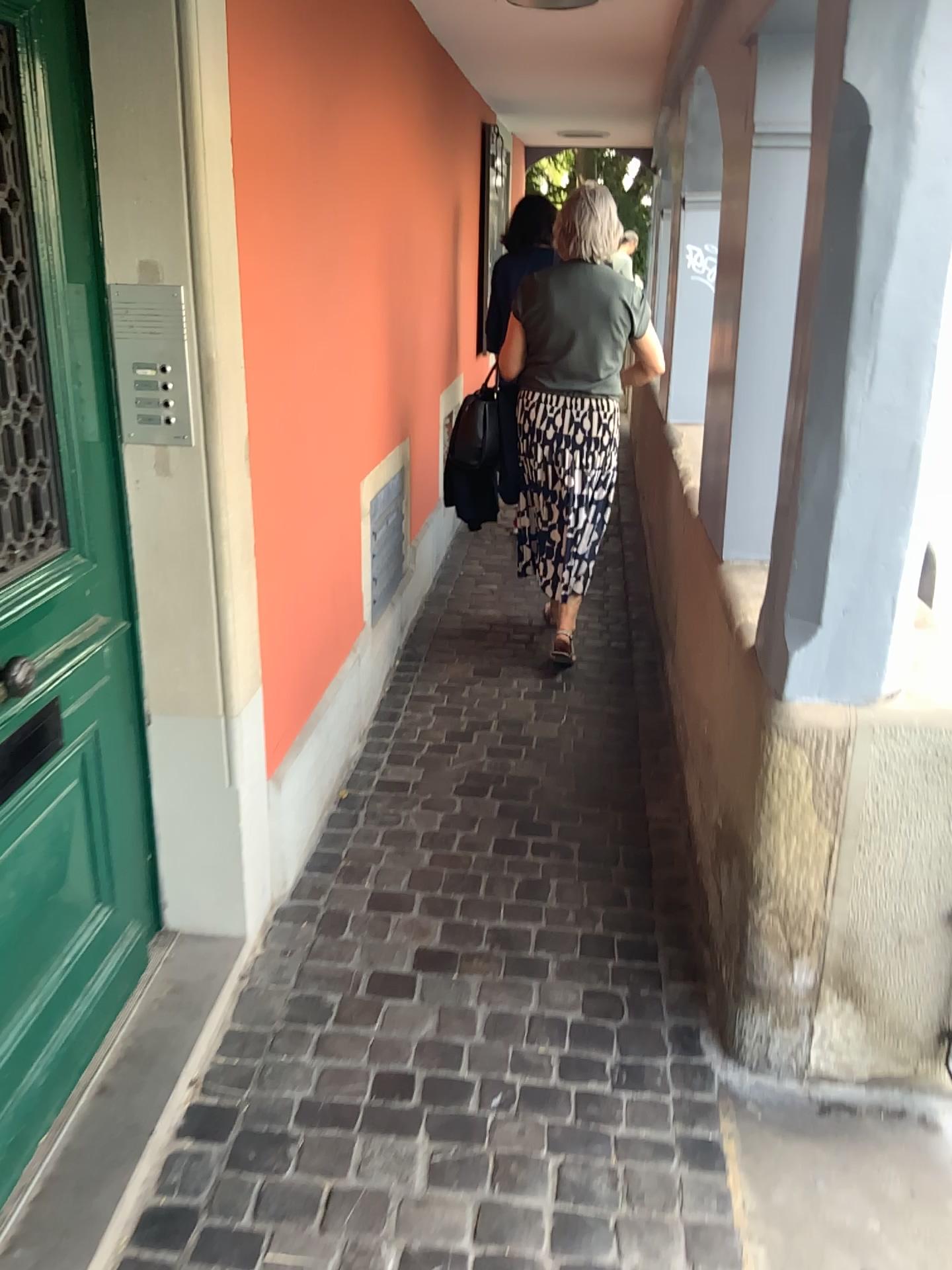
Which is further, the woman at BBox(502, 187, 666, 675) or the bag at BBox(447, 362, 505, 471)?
the bag at BBox(447, 362, 505, 471)

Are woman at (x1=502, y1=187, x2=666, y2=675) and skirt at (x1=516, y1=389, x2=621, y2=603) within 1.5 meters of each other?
yes

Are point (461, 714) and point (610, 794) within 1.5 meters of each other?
yes

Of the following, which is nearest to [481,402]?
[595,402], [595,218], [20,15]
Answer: [595,402]

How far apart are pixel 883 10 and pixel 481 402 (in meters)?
2.56

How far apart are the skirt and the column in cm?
192

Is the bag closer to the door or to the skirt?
the skirt

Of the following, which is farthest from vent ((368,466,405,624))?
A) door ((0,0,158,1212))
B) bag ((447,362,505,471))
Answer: door ((0,0,158,1212))

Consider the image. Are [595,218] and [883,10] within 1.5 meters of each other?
no

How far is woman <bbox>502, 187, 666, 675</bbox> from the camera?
3.6 meters
